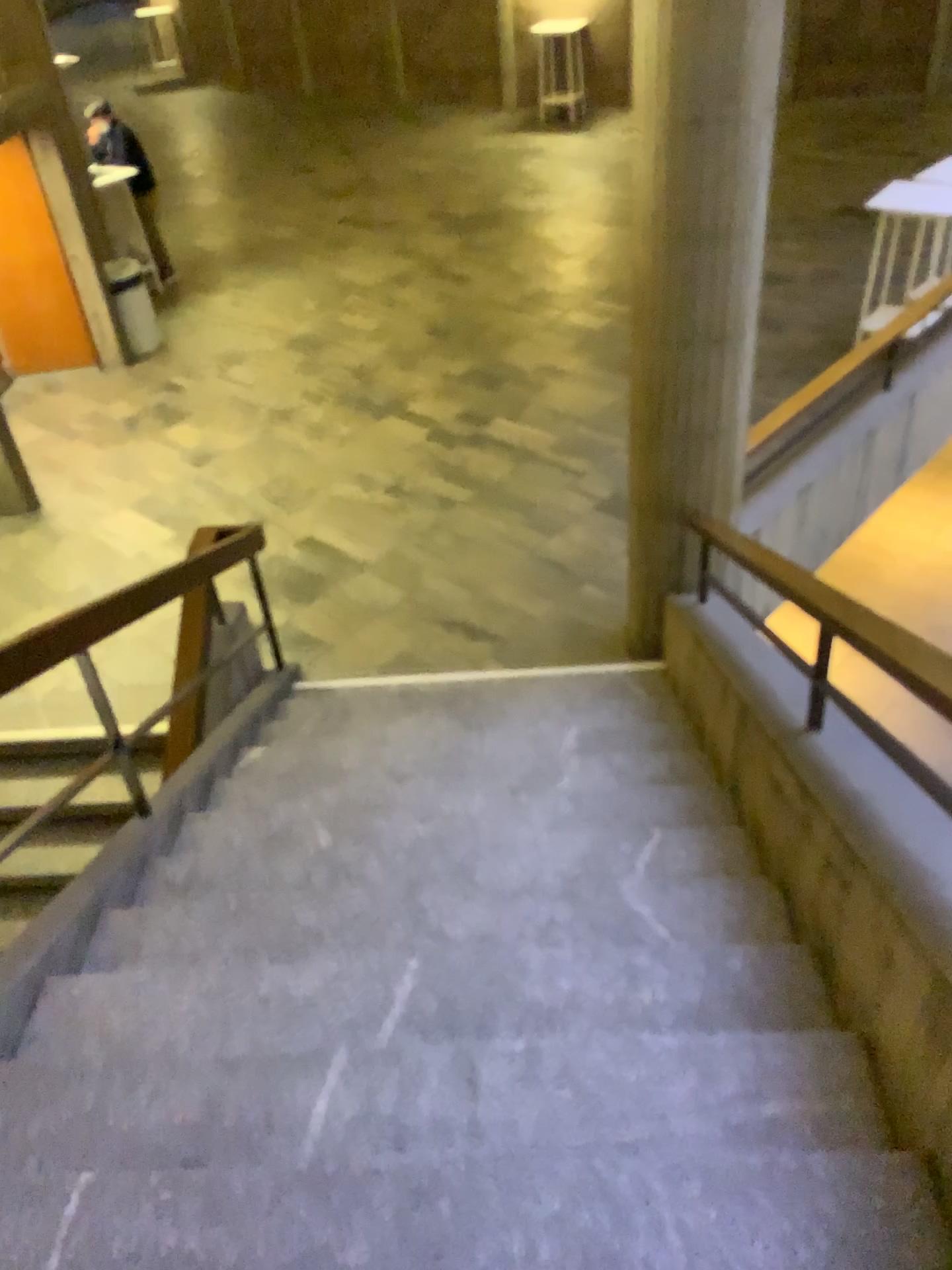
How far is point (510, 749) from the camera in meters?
4.2

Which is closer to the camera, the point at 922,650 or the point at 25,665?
the point at 922,650

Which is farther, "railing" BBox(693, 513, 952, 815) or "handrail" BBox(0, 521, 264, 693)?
"handrail" BBox(0, 521, 264, 693)
